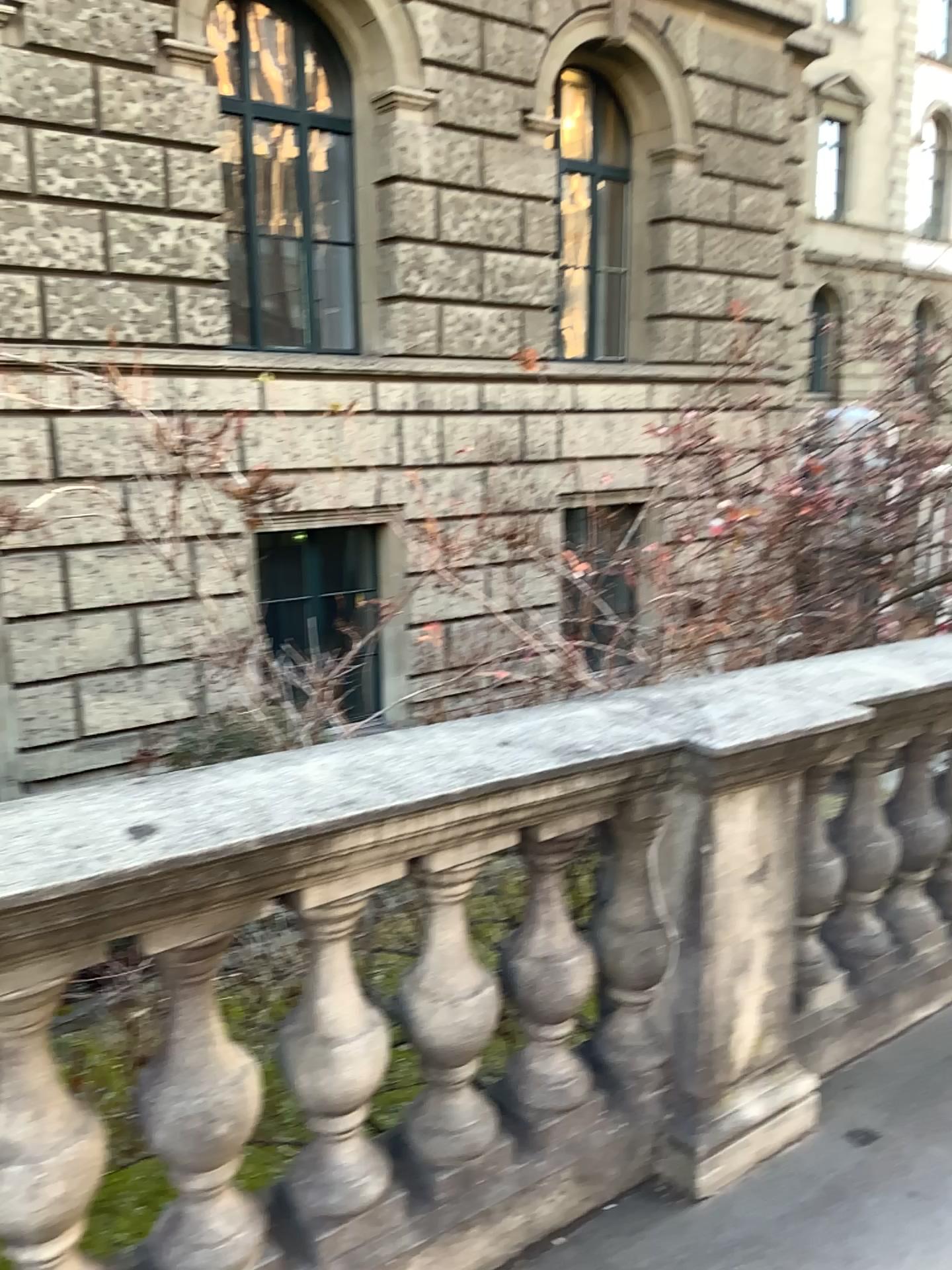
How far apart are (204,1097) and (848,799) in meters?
1.8

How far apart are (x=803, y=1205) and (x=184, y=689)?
1.9m

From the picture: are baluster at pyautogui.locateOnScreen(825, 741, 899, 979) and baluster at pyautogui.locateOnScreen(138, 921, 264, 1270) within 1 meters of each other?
no

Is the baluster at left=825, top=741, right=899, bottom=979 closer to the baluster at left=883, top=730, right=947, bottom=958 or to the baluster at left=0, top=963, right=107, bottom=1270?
the baluster at left=883, top=730, right=947, bottom=958

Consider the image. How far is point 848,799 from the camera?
2.8m

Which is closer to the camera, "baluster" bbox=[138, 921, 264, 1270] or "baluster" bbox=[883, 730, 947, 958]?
"baluster" bbox=[138, 921, 264, 1270]

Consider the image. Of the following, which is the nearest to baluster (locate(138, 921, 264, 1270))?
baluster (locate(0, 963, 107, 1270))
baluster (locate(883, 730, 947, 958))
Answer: baluster (locate(0, 963, 107, 1270))

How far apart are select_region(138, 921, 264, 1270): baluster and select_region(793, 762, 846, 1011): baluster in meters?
1.5 m

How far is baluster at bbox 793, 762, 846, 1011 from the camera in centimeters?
277cm

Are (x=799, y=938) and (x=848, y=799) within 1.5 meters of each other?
yes
